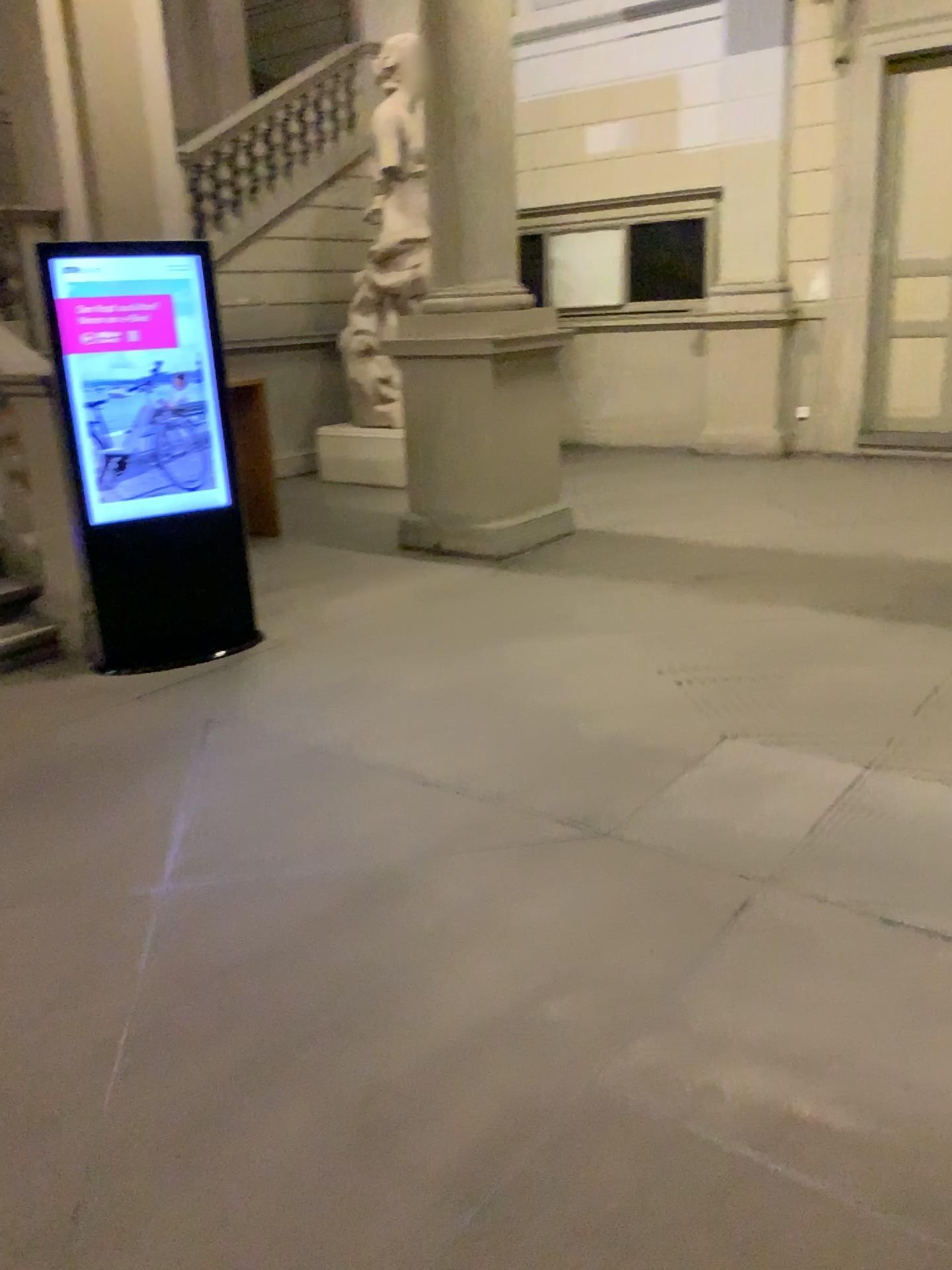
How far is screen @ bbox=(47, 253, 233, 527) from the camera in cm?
448

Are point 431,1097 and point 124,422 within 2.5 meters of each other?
no

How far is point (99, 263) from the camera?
4.48m
